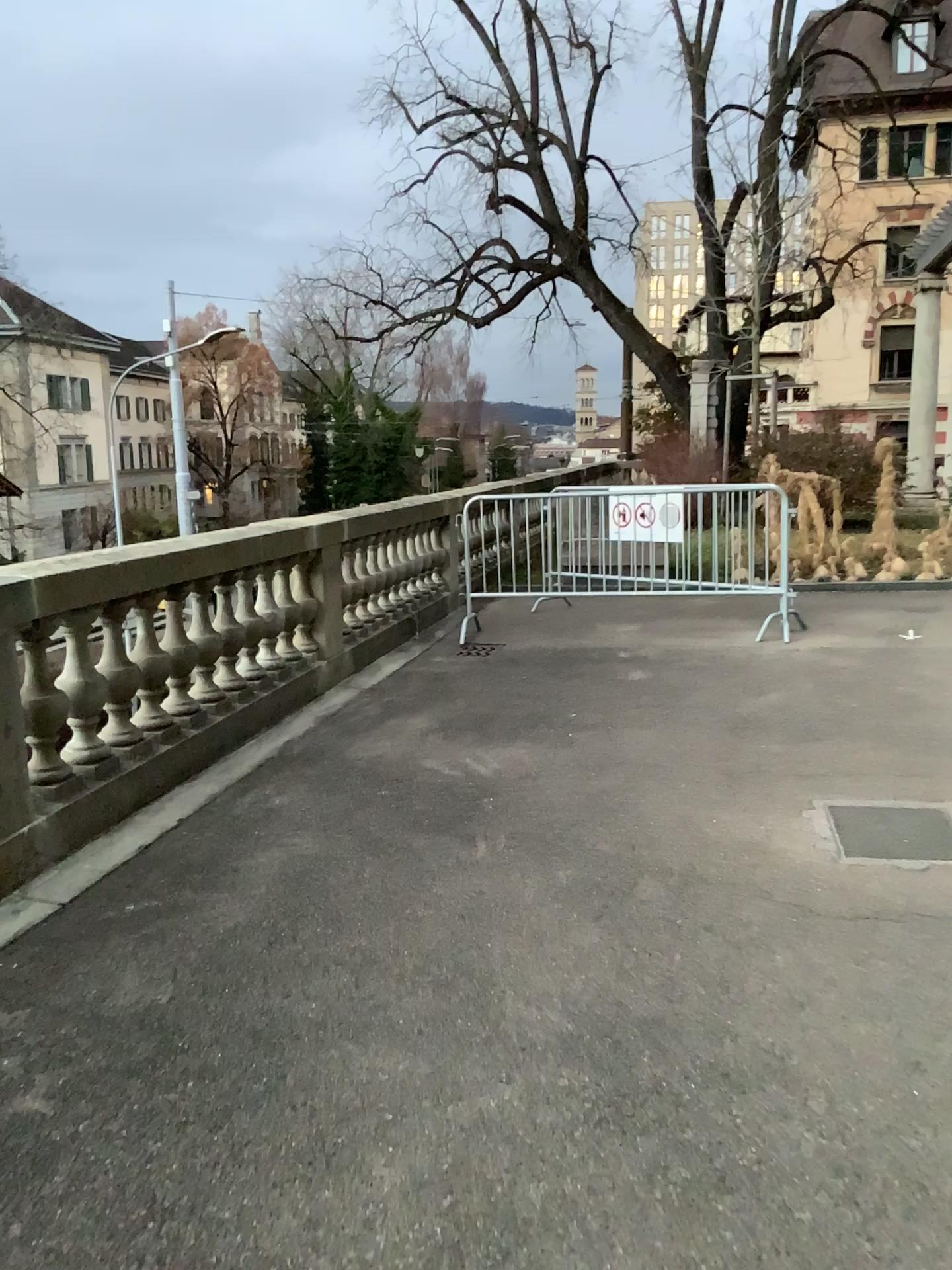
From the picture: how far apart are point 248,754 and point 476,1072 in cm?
290
